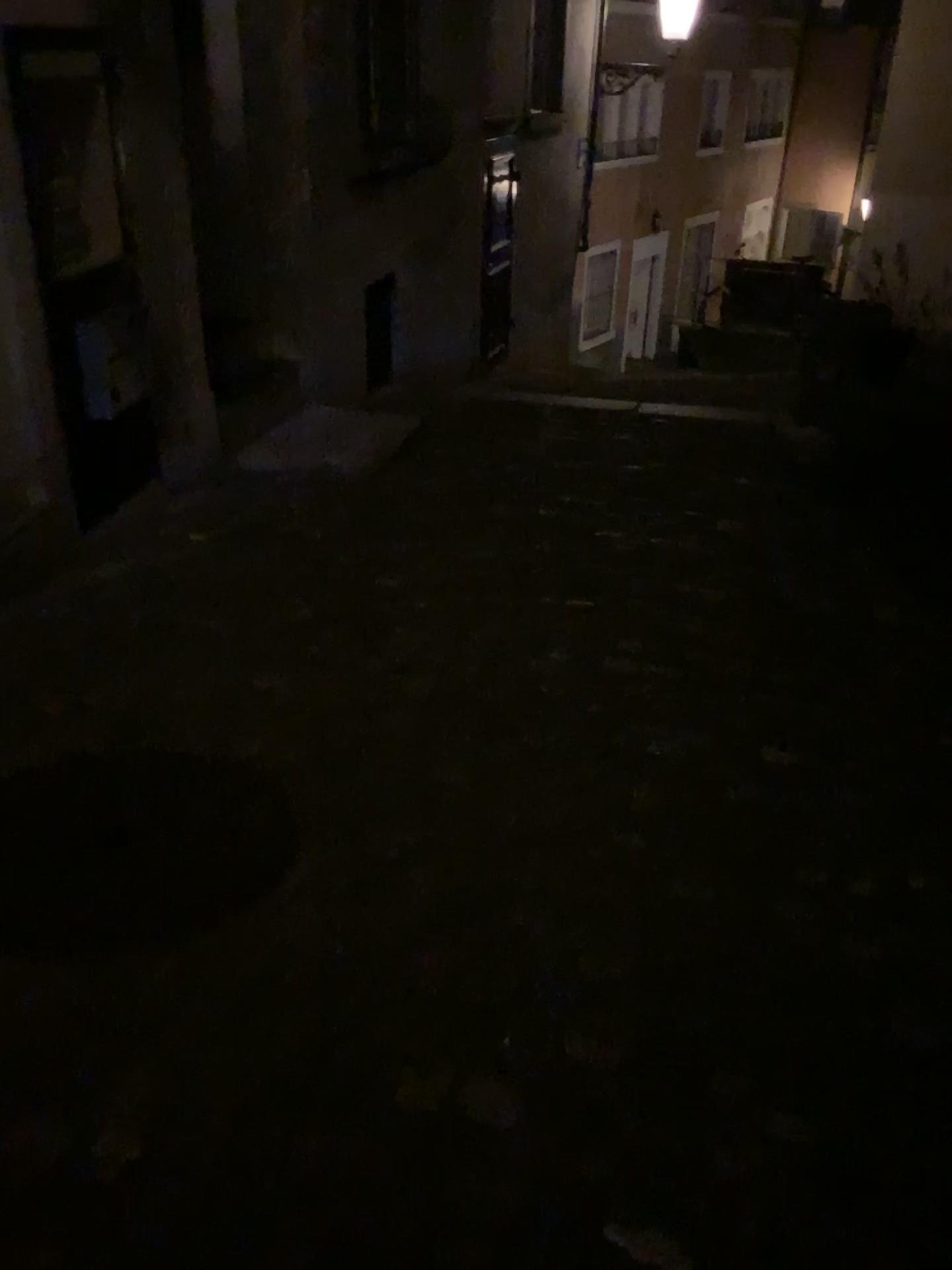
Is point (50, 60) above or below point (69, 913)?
above

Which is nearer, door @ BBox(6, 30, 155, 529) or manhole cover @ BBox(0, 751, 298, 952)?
manhole cover @ BBox(0, 751, 298, 952)

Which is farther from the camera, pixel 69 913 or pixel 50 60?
pixel 50 60

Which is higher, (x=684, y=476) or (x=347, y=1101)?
(x=347, y=1101)
